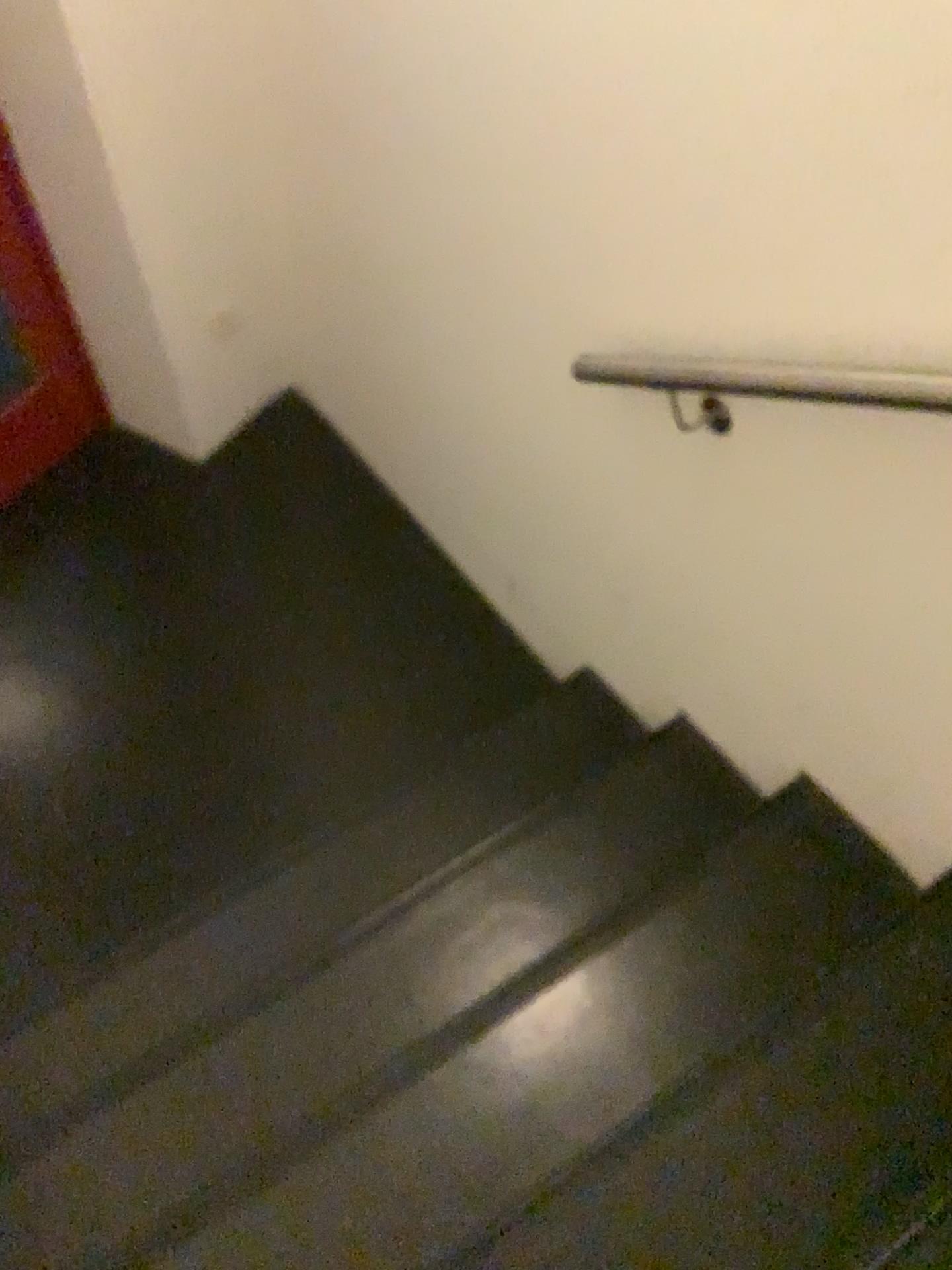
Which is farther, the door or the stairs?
the door

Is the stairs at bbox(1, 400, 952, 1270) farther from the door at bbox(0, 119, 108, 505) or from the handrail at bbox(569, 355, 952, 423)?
the door at bbox(0, 119, 108, 505)

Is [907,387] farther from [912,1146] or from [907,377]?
[912,1146]

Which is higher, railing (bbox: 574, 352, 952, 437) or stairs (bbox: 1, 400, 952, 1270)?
railing (bbox: 574, 352, 952, 437)

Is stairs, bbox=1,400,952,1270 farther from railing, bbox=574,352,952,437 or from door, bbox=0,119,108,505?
door, bbox=0,119,108,505

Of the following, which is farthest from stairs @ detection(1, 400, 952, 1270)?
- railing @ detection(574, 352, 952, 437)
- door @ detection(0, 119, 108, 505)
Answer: door @ detection(0, 119, 108, 505)

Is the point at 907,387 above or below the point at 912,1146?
above

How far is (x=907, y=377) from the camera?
1.2 meters

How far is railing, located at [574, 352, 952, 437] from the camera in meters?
1.2

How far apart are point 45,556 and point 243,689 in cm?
70
